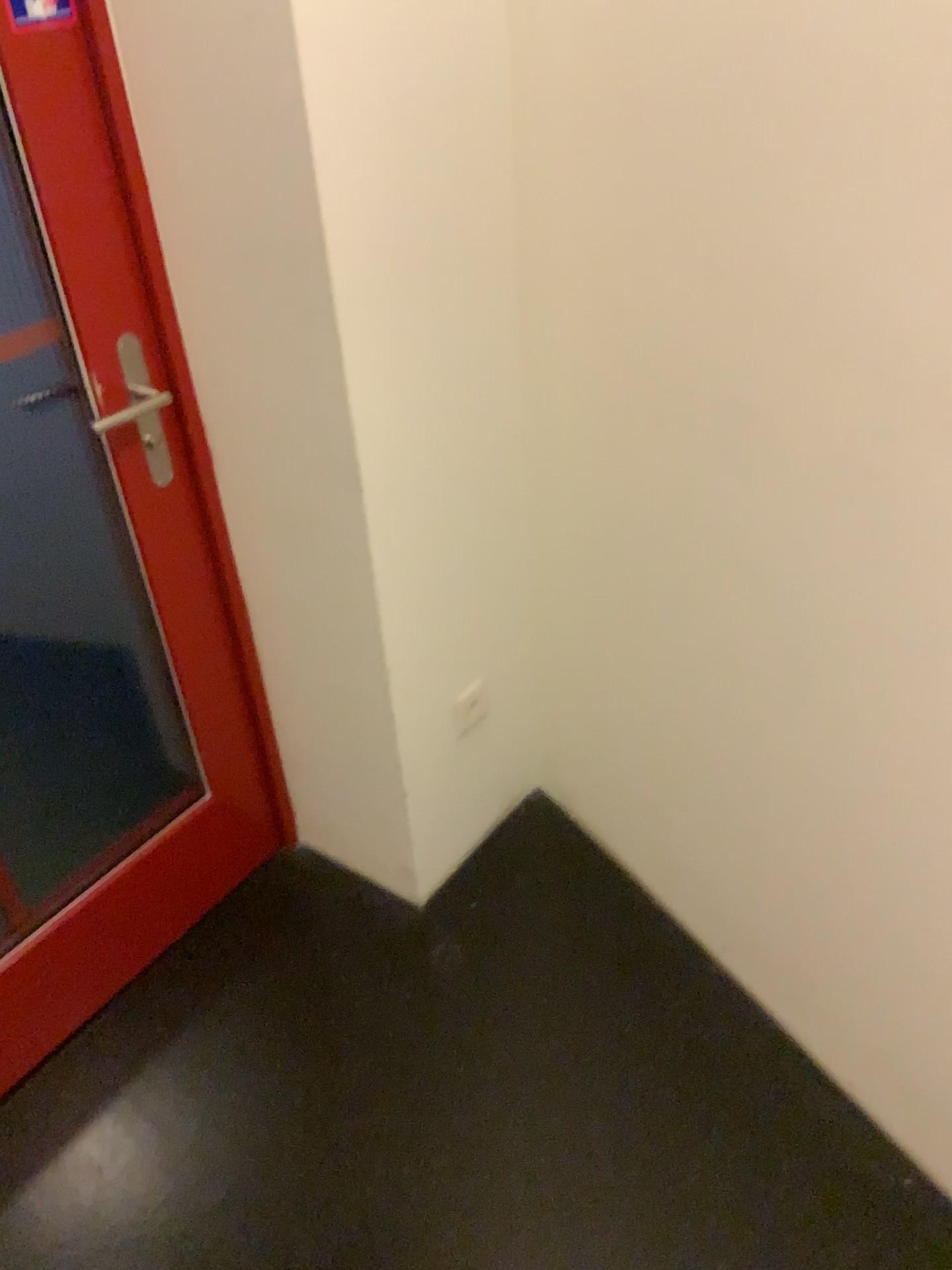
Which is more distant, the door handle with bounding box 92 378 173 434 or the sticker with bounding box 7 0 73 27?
the door handle with bounding box 92 378 173 434

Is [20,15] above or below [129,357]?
above

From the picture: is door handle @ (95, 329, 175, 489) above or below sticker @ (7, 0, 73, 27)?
below

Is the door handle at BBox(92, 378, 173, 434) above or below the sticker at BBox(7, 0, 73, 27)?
below

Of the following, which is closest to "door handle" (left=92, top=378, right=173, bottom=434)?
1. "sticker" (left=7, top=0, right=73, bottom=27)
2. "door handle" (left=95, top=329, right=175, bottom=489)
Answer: "door handle" (left=95, top=329, right=175, bottom=489)

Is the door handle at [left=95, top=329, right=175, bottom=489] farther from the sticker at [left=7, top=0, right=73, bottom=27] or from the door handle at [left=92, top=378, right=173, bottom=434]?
the sticker at [left=7, top=0, right=73, bottom=27]

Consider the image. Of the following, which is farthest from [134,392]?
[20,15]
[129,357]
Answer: [20,15]

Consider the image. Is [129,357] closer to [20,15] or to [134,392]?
[134,392]

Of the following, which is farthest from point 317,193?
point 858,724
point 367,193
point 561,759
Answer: point 561,759
